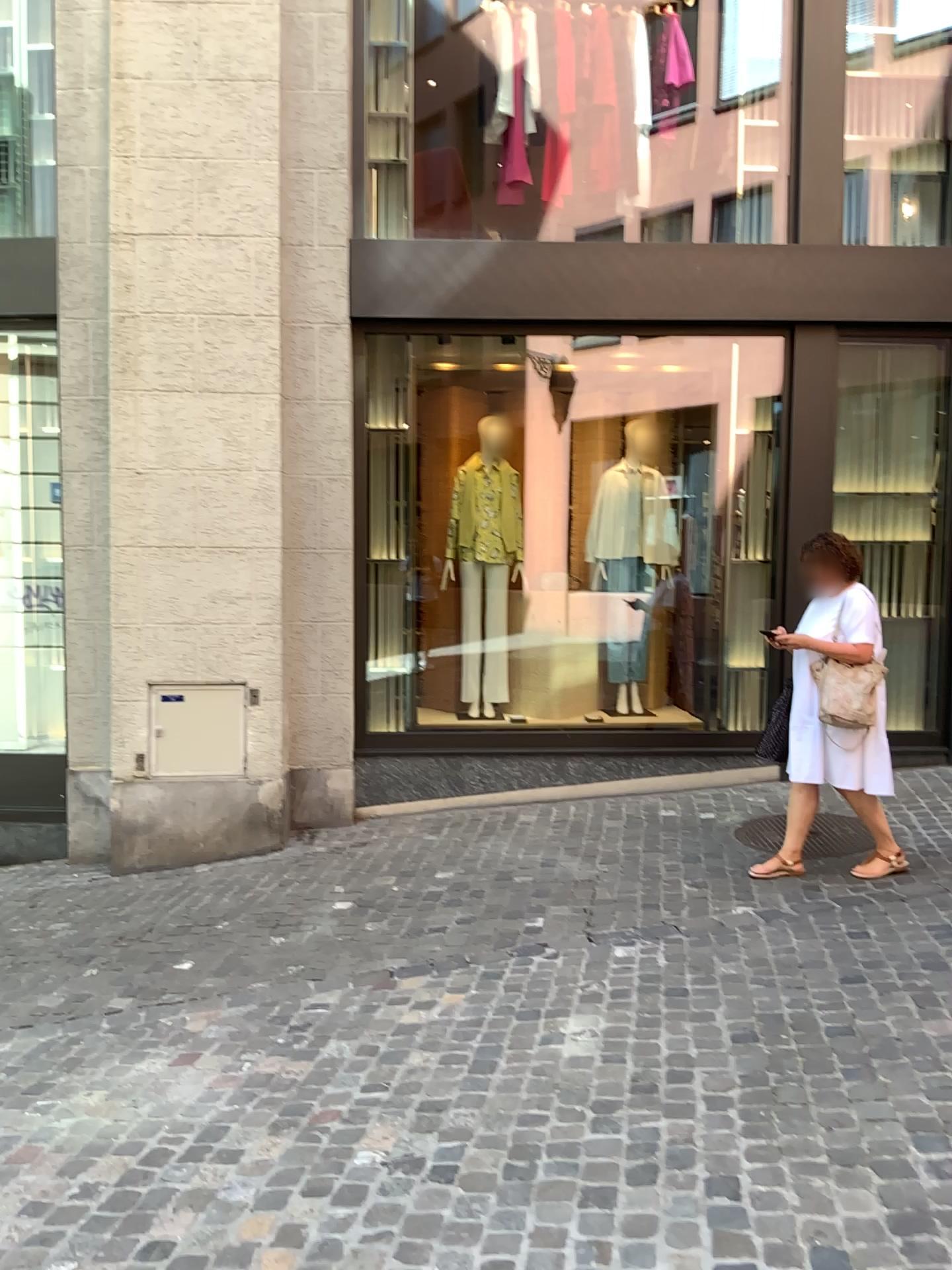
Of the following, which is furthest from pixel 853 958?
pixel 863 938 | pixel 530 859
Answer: pixel 530 859
